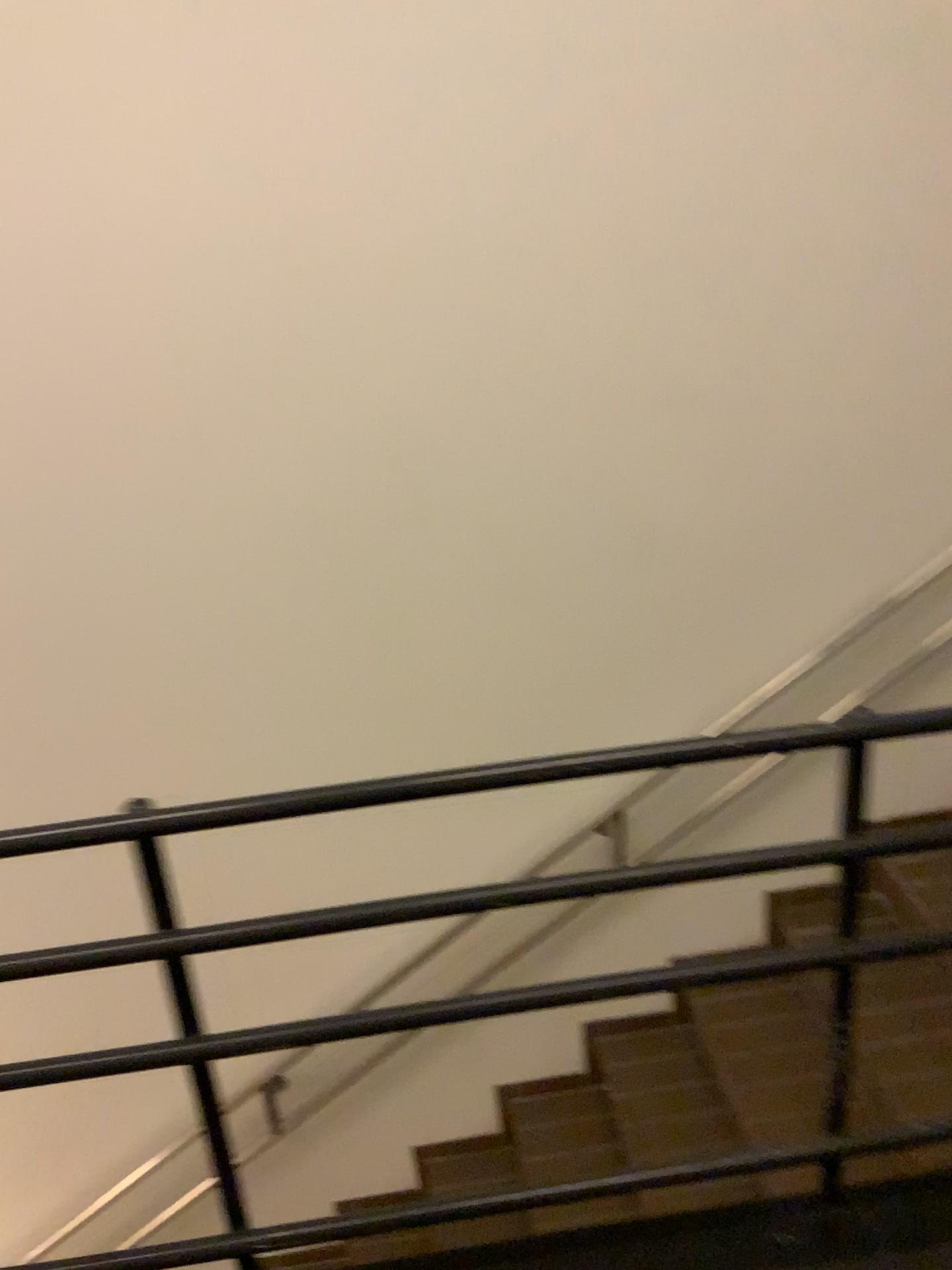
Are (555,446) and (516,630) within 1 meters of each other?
yes

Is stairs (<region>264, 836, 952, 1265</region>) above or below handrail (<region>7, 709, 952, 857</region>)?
below

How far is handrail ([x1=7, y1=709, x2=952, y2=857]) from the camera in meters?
1.3

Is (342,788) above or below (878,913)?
above

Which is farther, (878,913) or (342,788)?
(878,913)

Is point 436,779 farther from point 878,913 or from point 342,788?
point 878,913

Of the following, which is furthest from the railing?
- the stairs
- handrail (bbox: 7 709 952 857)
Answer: the stairs

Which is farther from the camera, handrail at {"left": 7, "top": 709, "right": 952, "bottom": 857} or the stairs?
the stairs

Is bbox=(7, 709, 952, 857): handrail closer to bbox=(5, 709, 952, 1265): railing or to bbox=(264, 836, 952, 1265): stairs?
bbox=(5, 709, 952, 1265): railing
